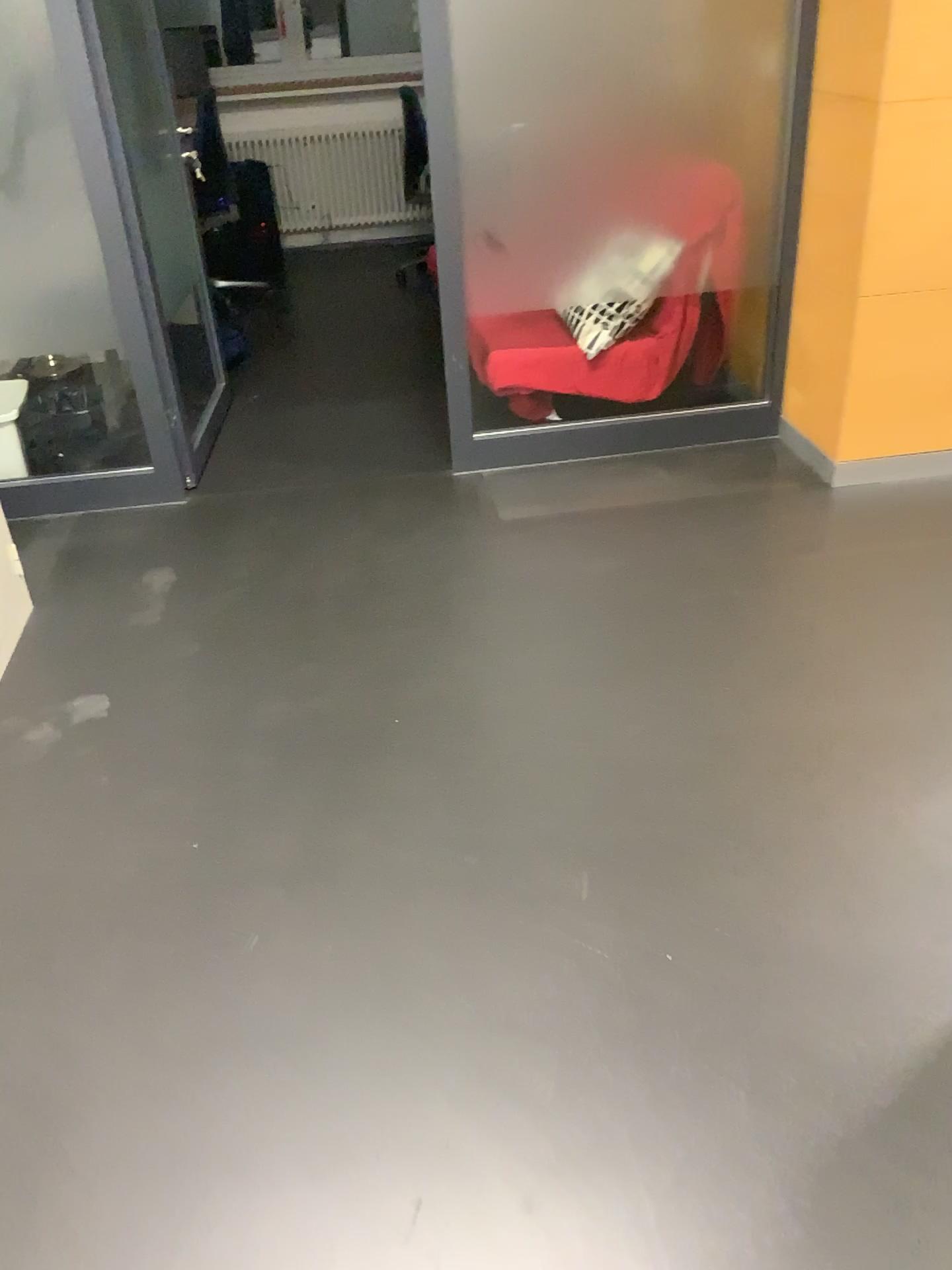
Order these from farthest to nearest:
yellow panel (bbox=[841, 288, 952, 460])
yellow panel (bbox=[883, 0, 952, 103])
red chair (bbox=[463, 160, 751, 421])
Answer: red chair (bbox=[463, 160, 751, 421]) → yellow panel (bbox=[841, 288, 952, 460]) → yellow panel (bbox=[883, 0, 952, 103])

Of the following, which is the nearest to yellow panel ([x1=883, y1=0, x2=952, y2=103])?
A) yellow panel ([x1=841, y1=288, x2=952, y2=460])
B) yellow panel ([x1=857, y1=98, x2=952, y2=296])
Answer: yellow panel ([x1=857, y1=98, x2=952, y2=296])

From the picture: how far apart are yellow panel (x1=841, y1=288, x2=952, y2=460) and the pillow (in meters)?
0.64

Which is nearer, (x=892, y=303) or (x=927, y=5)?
(x=927, y=5)

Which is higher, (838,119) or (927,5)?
(927,5)

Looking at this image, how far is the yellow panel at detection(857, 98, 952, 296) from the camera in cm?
277

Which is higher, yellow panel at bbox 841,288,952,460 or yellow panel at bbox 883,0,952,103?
yellow panel at bbox 883,0,952,103

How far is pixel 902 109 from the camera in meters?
2.8

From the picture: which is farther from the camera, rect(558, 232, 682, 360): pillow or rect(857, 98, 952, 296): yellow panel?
rect(558, 232, 682, 360): pillow

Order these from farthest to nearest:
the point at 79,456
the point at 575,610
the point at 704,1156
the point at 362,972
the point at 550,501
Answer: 1. the point at 79,456
2. the point at 550,501
3. the point at 575,610
4. the point at 362,972
5. the point at 704,1156
